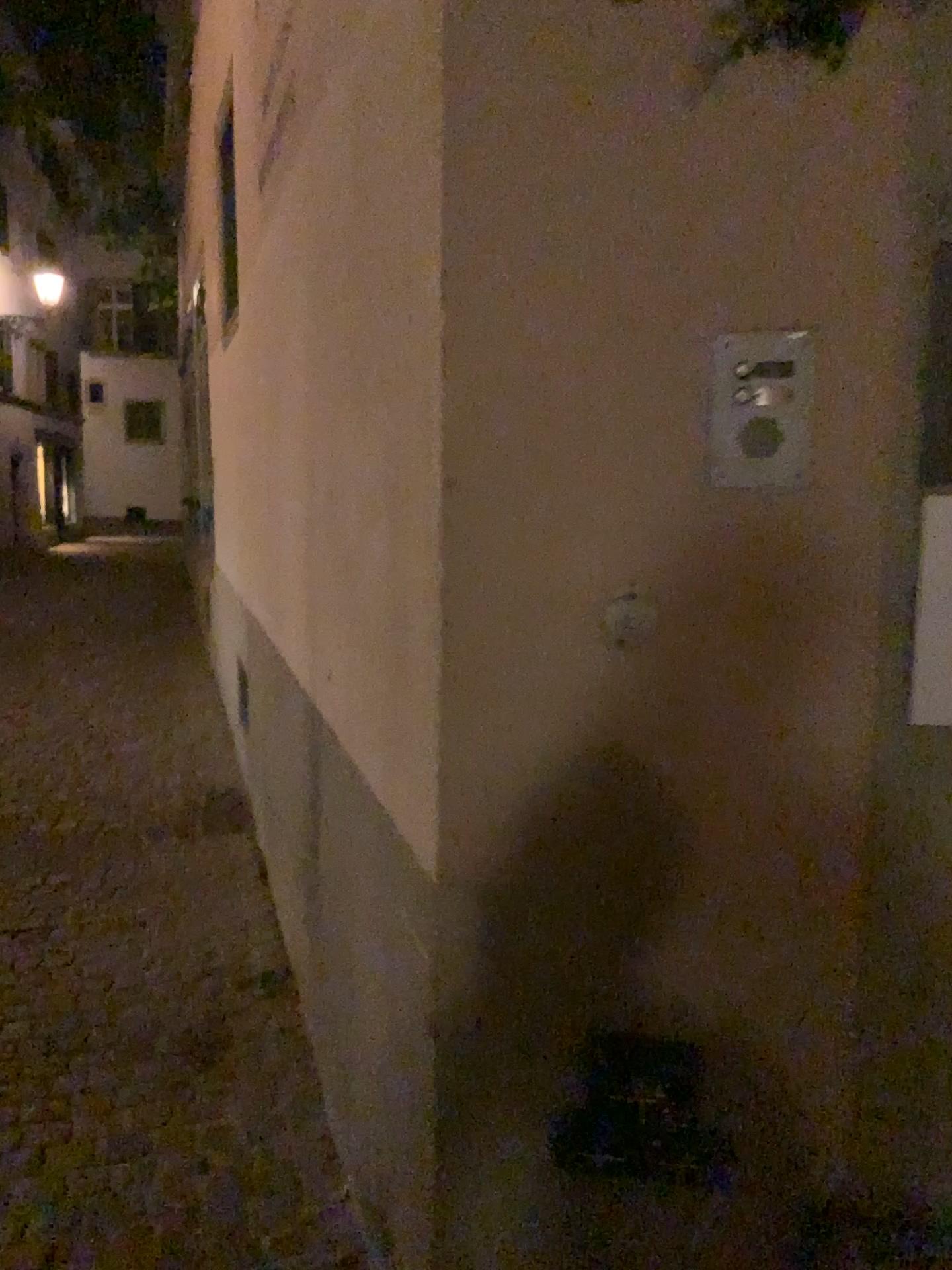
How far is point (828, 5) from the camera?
1.2 meters

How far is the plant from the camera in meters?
1.2 m

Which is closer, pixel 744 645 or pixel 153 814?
pixel 744 645
